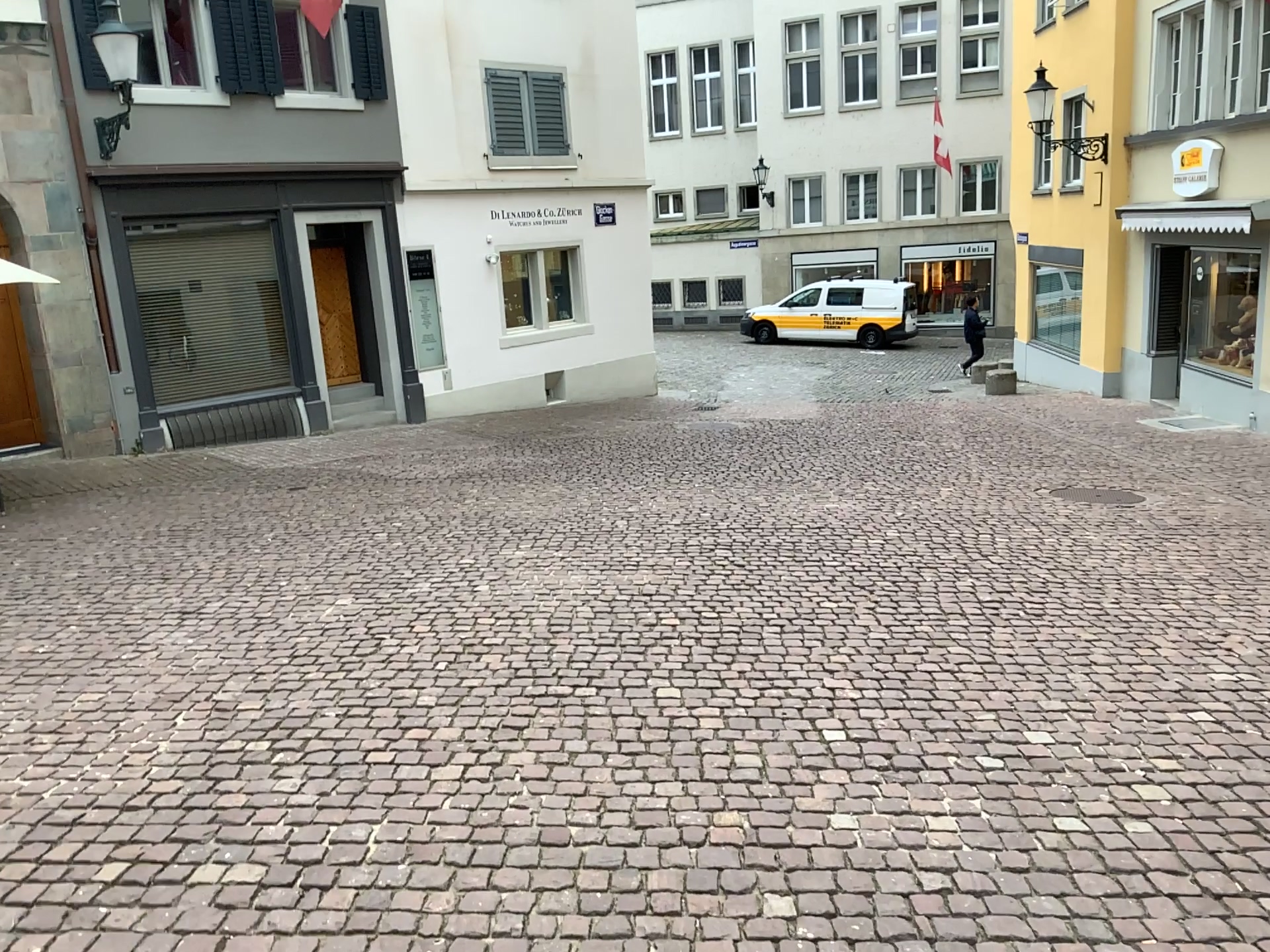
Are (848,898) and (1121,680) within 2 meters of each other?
no
